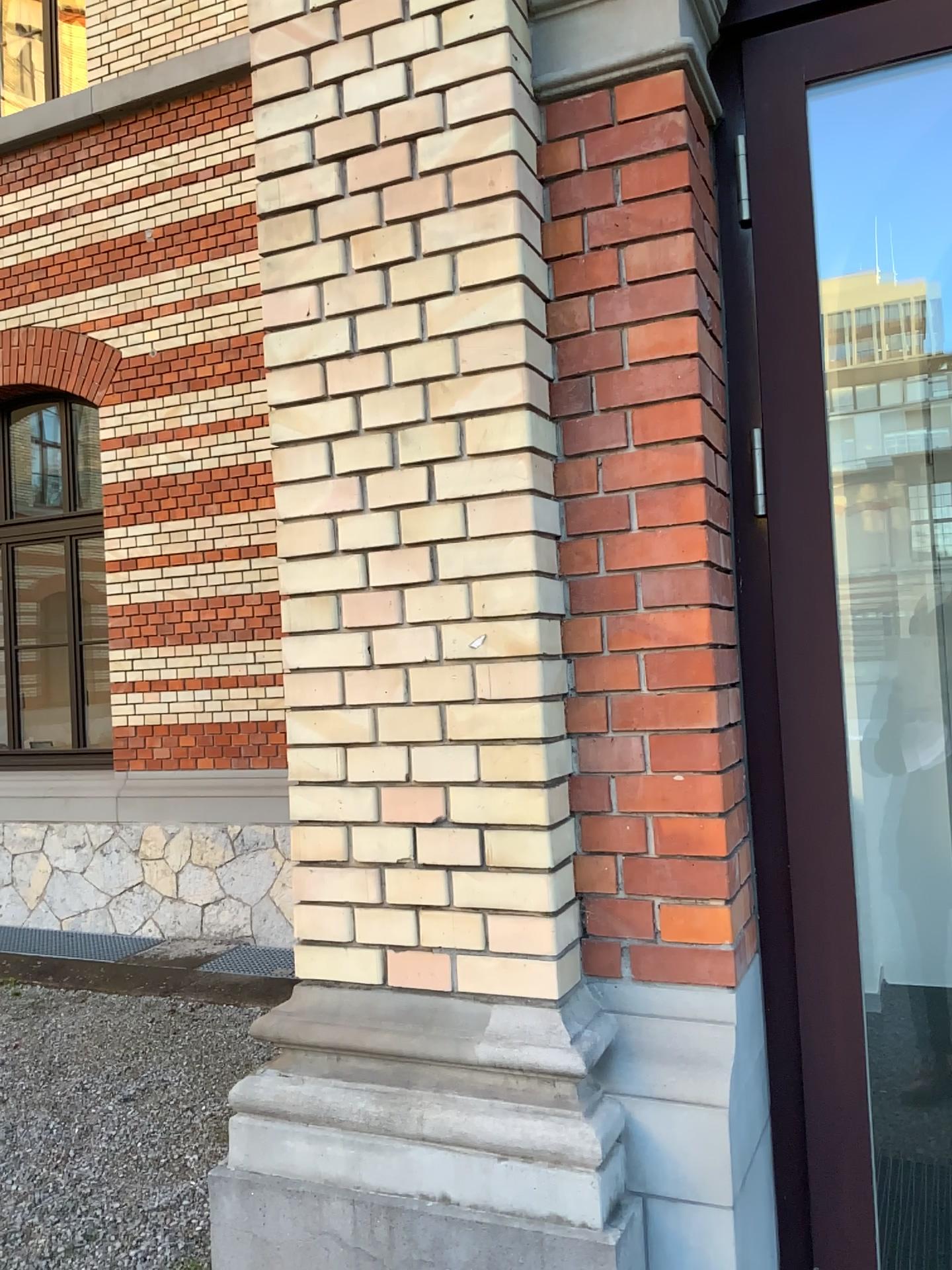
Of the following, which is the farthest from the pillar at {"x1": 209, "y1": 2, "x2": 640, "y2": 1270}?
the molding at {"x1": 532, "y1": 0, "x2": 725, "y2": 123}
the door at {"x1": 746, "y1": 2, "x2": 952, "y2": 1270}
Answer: the door at {"x1": 746, "y1": 2, "x2": 952, "y2": 1270}

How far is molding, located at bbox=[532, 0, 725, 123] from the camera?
1.78m

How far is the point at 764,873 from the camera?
1.91m

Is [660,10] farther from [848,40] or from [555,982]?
[555,982]

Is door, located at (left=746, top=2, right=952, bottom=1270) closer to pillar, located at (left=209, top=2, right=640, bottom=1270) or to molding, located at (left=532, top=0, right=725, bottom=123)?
molding, located at (left=532, top=0, right=725, bottom=123)

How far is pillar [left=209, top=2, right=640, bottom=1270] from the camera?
1.7 meters

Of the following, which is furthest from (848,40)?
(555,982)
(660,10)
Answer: (555,982)

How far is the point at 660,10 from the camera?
1.8 meters
